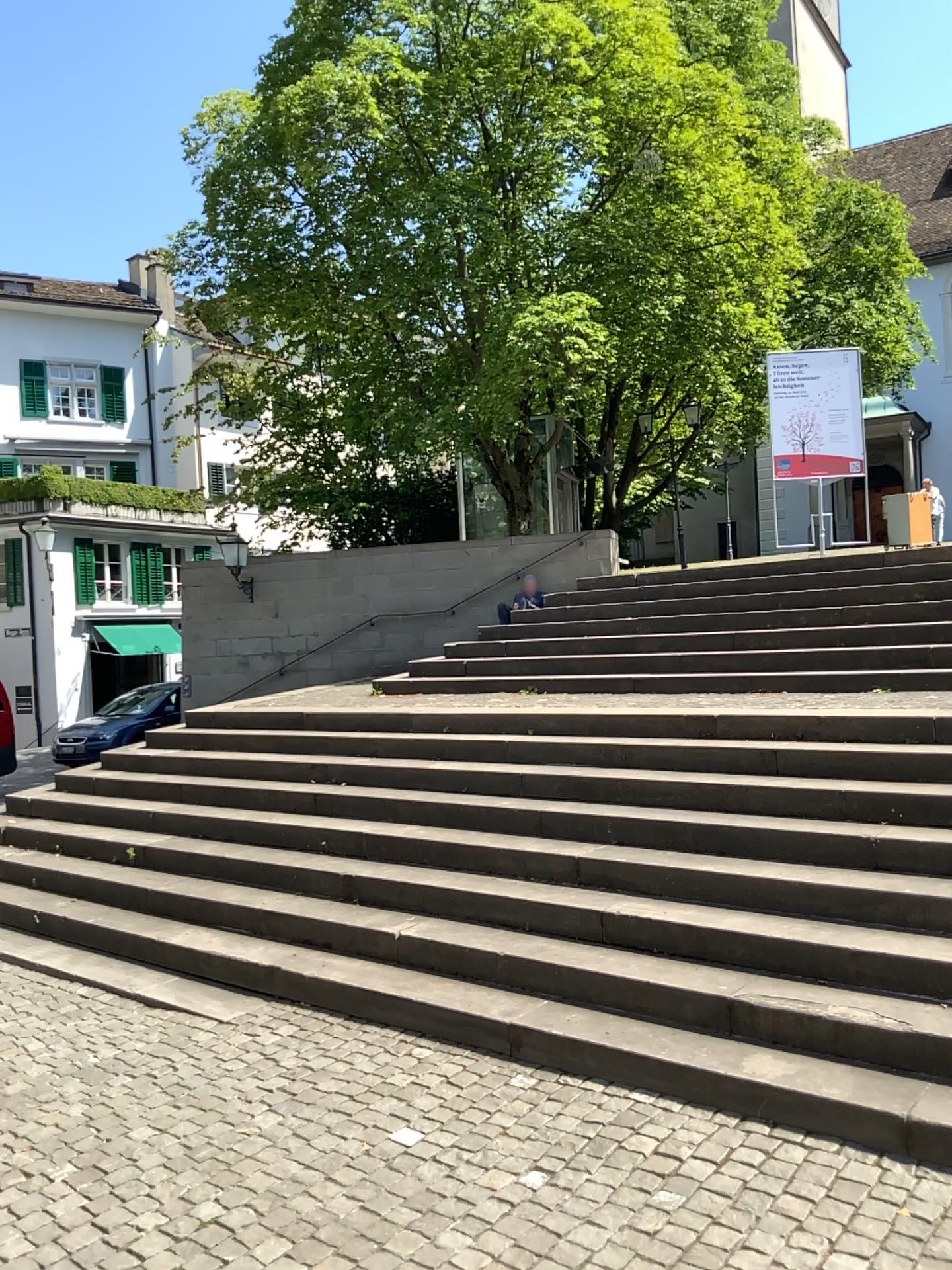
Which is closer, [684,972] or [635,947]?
[684,972]
